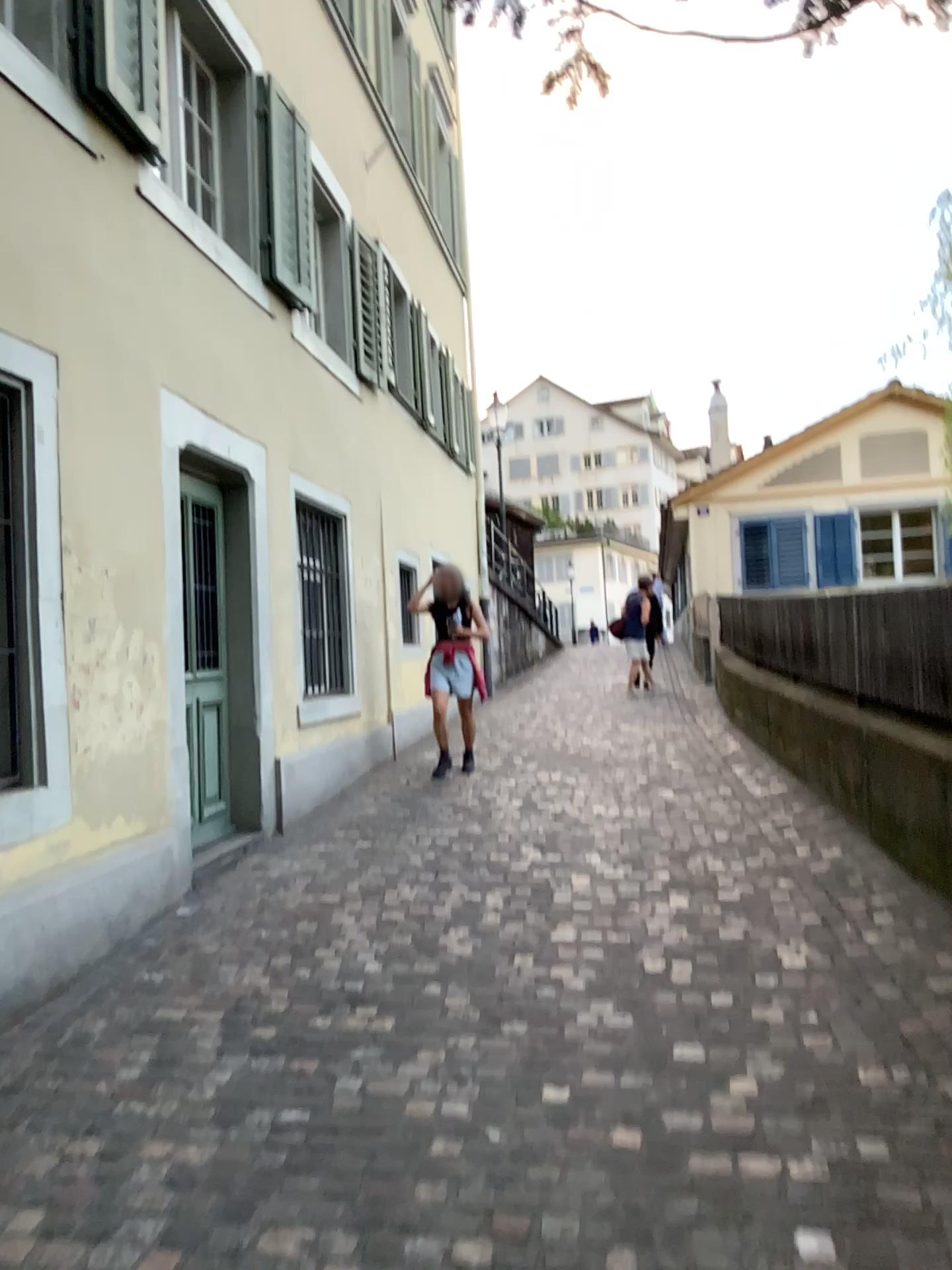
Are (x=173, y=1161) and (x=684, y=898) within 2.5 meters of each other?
no
